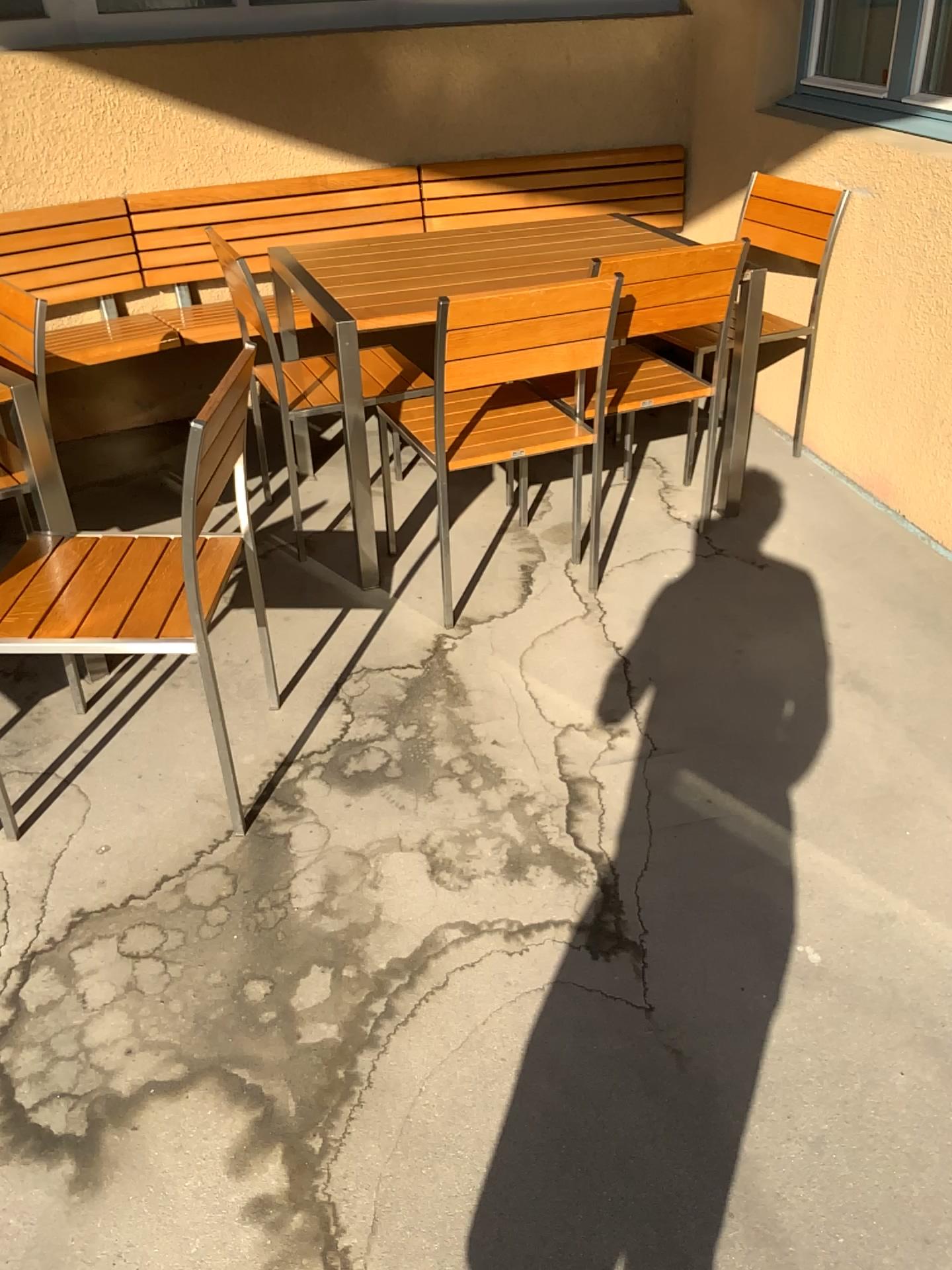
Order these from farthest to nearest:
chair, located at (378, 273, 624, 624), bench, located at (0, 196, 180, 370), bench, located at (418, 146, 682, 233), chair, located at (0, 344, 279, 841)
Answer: bench, located at (418, 146, 682, 233), bench, located at (0, 196, 180, 370), chair, located at (378, 273, 624, 624), chair, located at (0, 344, 279, 841)

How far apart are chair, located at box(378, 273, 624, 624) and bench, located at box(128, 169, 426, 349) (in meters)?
1.35

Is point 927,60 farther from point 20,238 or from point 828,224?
point 20,238

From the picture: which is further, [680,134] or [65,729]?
[680,134]

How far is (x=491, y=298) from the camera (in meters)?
2.37

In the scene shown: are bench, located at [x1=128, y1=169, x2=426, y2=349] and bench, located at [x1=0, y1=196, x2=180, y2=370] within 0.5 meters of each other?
yes

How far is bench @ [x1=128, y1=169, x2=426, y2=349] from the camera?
3.7 meters

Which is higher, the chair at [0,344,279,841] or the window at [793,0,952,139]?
the window at [793,0,952,139]

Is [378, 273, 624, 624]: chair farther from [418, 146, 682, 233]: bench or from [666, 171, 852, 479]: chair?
[418, 146, 682, 233]: bench

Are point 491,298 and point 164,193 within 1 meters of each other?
no
